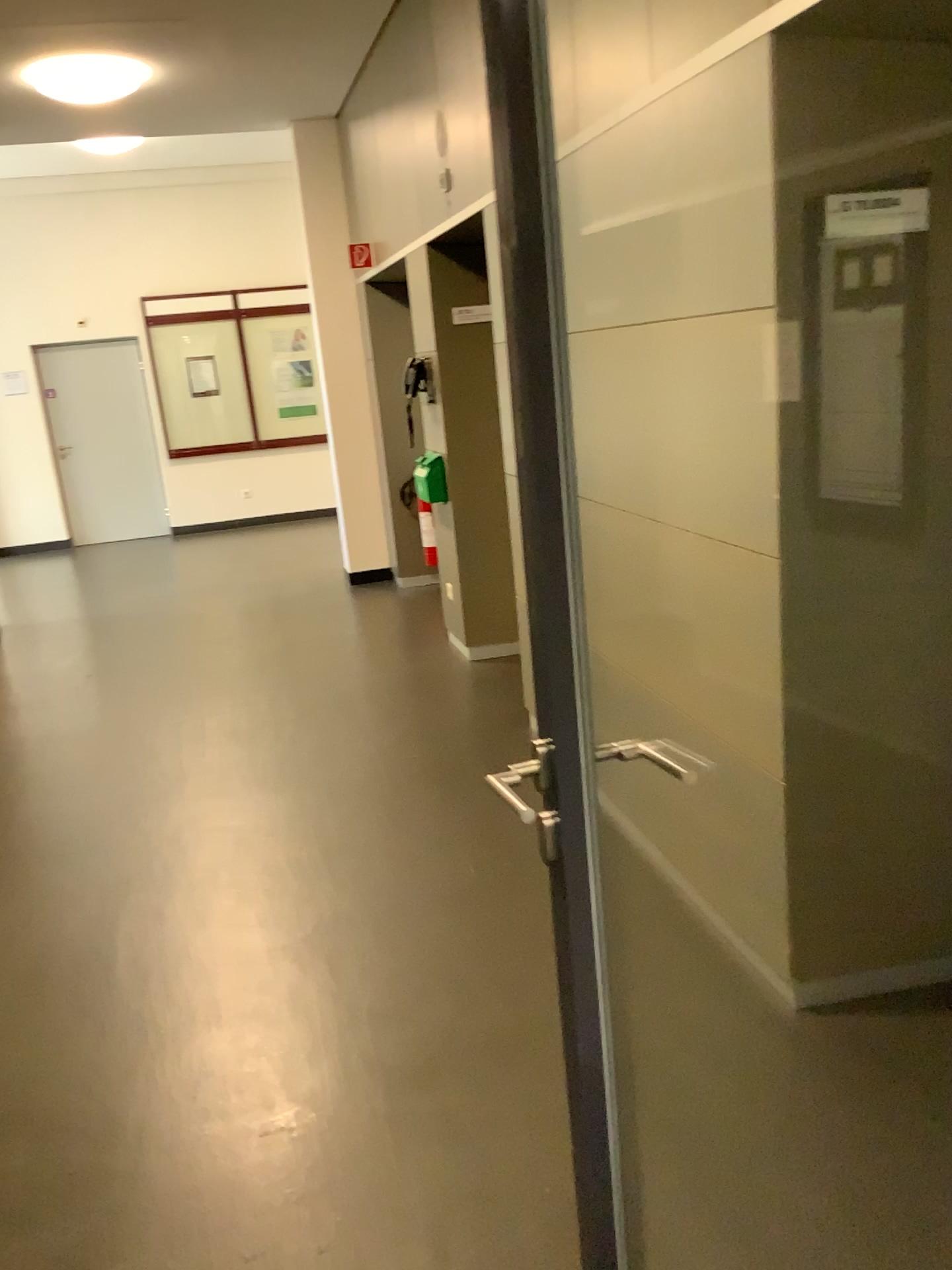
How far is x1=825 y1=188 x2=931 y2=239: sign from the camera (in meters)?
2.09

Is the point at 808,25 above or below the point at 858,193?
above

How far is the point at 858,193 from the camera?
2.1 meters

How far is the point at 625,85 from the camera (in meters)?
2.49
